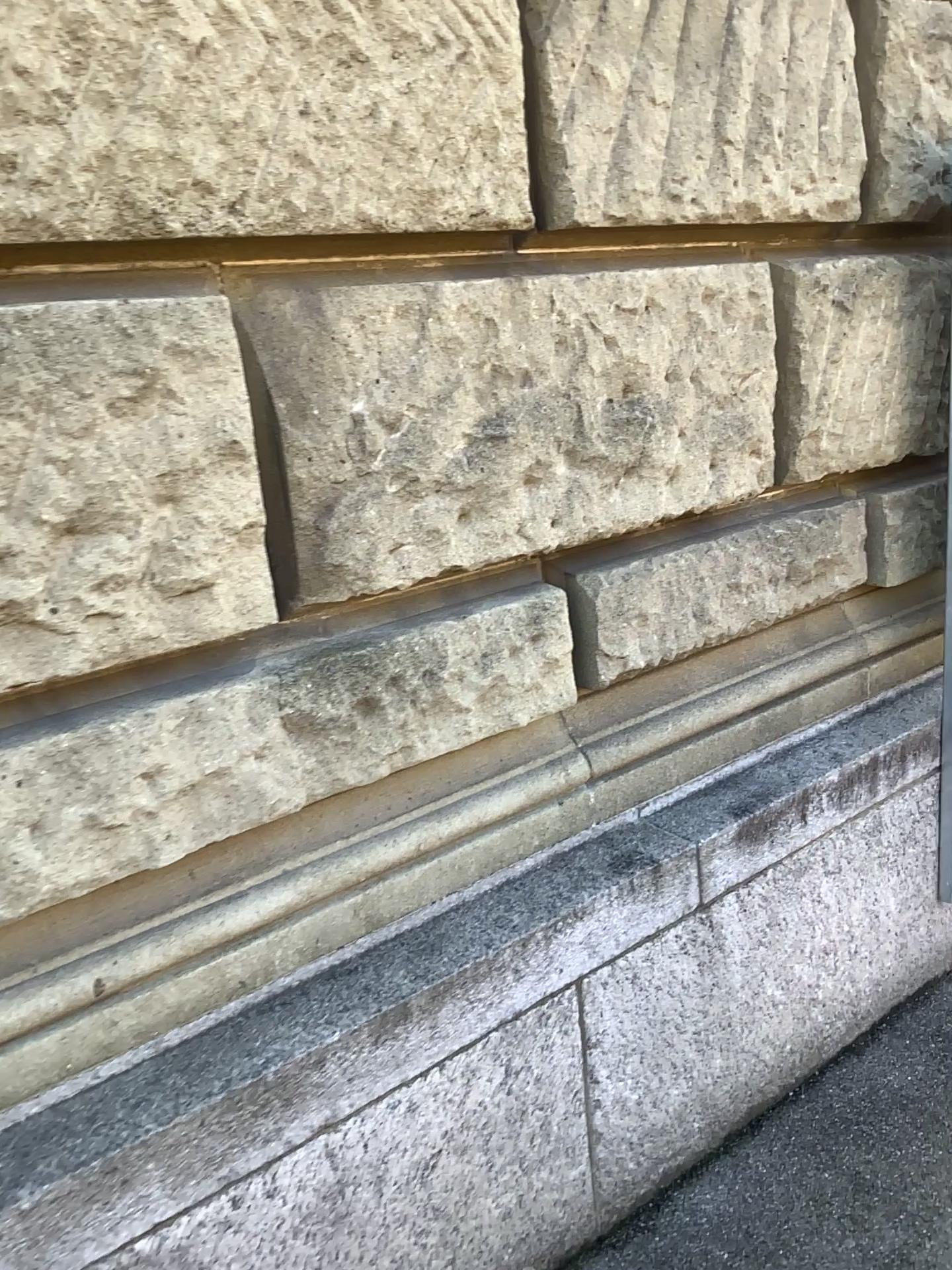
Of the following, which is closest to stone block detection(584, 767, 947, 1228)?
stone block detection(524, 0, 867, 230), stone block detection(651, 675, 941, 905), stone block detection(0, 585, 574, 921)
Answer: stone block detection(651, 675, 941, 905)

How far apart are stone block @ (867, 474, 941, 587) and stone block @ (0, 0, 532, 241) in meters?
1.1 m

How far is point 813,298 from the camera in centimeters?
210cm

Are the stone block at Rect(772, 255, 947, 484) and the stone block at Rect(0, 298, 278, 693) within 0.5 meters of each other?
no

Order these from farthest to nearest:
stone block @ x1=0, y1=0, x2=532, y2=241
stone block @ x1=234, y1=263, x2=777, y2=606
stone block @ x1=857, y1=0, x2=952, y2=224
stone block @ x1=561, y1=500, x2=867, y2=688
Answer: stone block @ x1=857, y1=0, x2=952, y2=224 < stone block @ x1=561, y1=500, x2=867, y2=688 < stone block @ x1=234, y1=263, x2=777, y2=606 < stone block @ x1=0, y1=0, x2=532, y2=241

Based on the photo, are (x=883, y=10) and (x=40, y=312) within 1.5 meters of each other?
no

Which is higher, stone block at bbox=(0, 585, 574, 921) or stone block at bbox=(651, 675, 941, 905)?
stone block at bbox=(0, 585, 574, 921)

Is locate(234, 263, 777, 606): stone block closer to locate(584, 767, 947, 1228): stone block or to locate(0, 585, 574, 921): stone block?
locate(0, 585, 574, 921): stone block

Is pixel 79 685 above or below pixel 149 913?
above

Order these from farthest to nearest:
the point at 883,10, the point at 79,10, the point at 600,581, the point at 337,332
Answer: the point at 883,10
the point at 600,581
the point at 337,332
the point at 79,10
